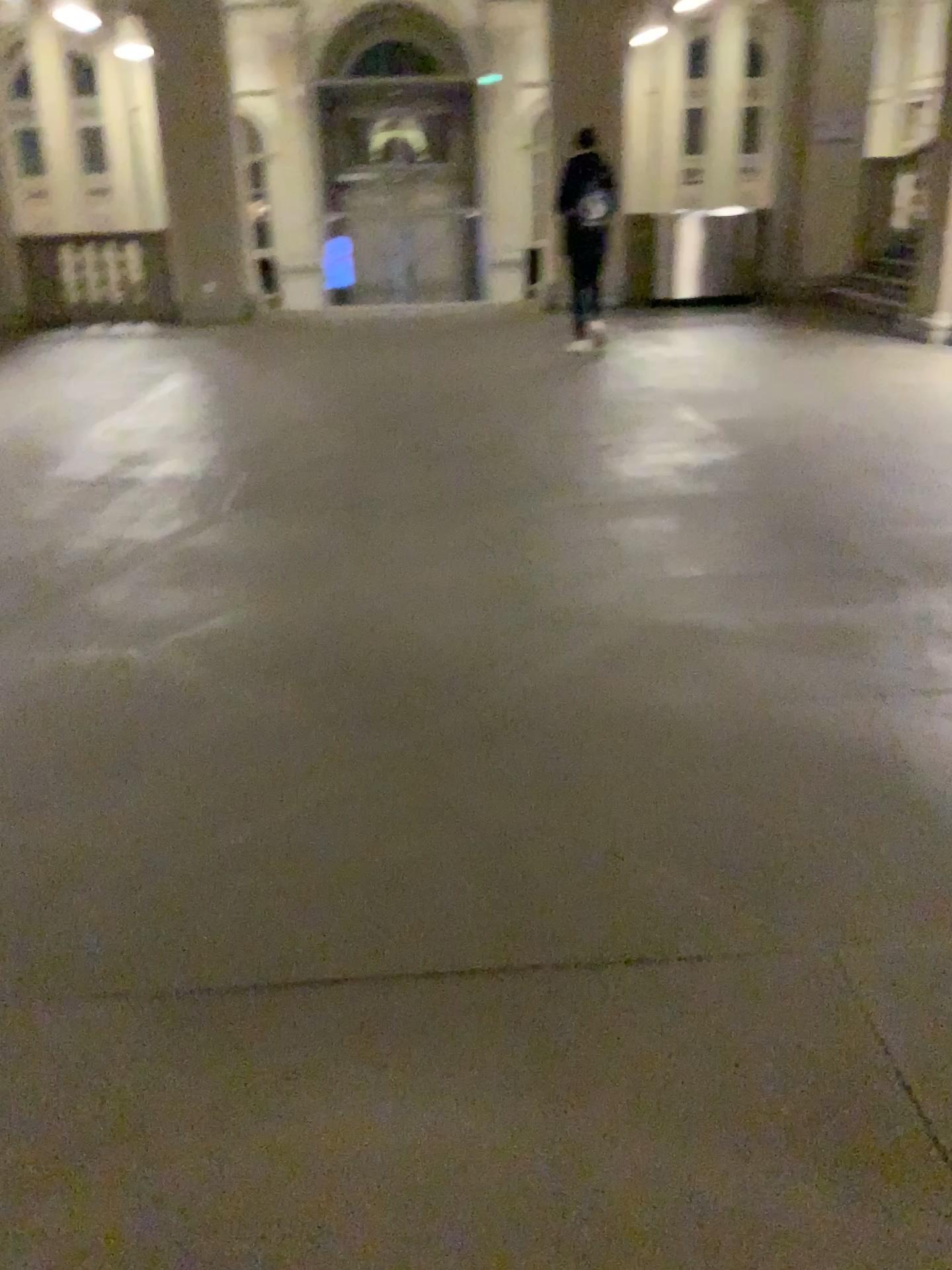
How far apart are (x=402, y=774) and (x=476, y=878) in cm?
46
